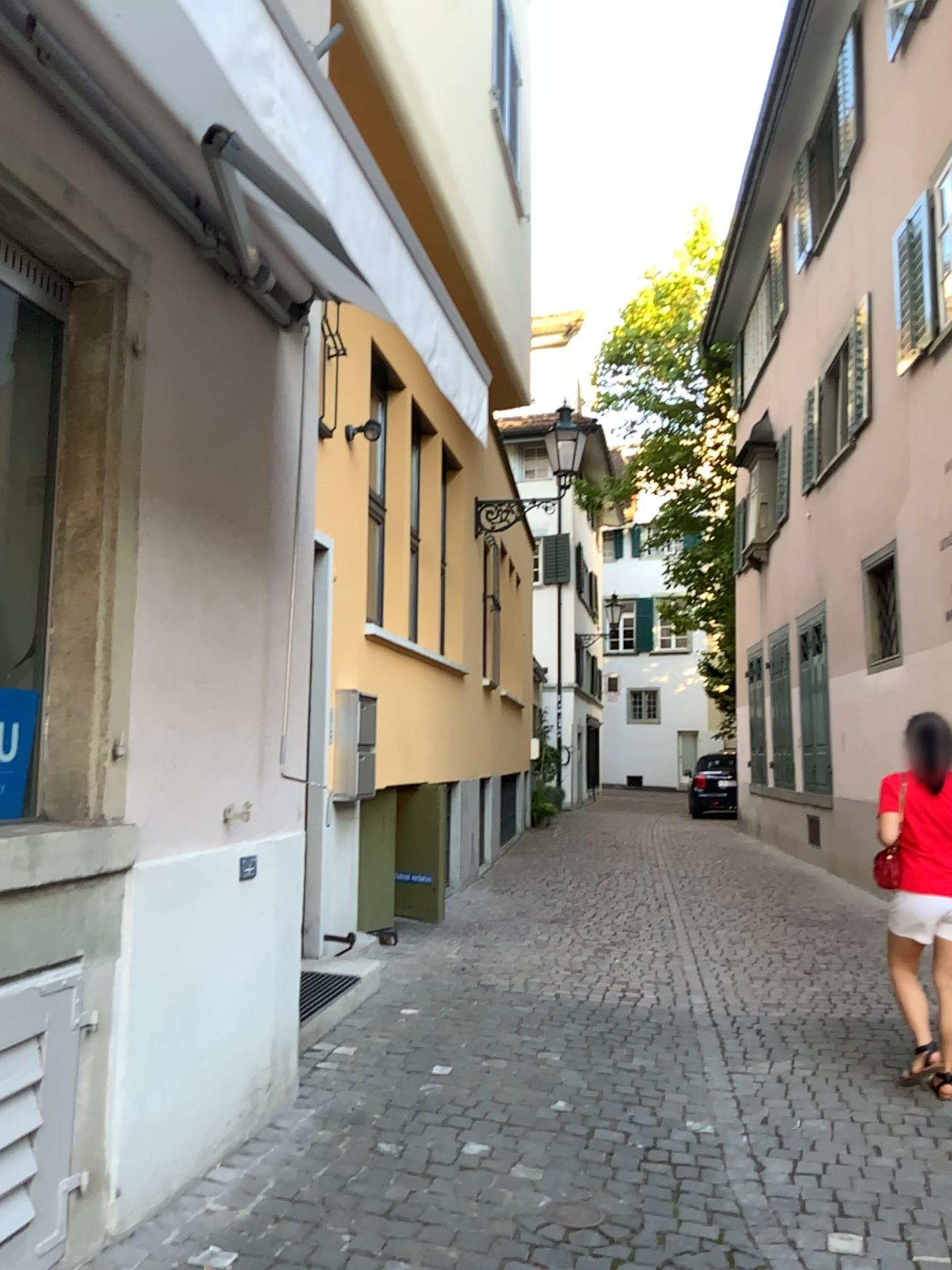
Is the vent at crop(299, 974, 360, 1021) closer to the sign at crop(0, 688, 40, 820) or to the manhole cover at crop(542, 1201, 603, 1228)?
the manhole cover at crop(542, 1201, 603, 1228)

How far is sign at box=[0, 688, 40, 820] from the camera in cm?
289

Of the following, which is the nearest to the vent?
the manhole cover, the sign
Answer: the manhole cover

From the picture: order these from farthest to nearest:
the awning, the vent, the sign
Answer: the vent < the sign < the awning

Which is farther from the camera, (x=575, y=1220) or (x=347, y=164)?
(x=575, y=1220)

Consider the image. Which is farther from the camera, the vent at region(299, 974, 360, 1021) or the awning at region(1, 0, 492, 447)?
the vent at region(299, 974, 360, 1021)

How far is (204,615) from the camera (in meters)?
3.34

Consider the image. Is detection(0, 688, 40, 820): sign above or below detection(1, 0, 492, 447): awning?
below

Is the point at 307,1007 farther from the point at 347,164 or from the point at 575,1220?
the point at 347,164

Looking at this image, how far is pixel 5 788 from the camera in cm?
288
